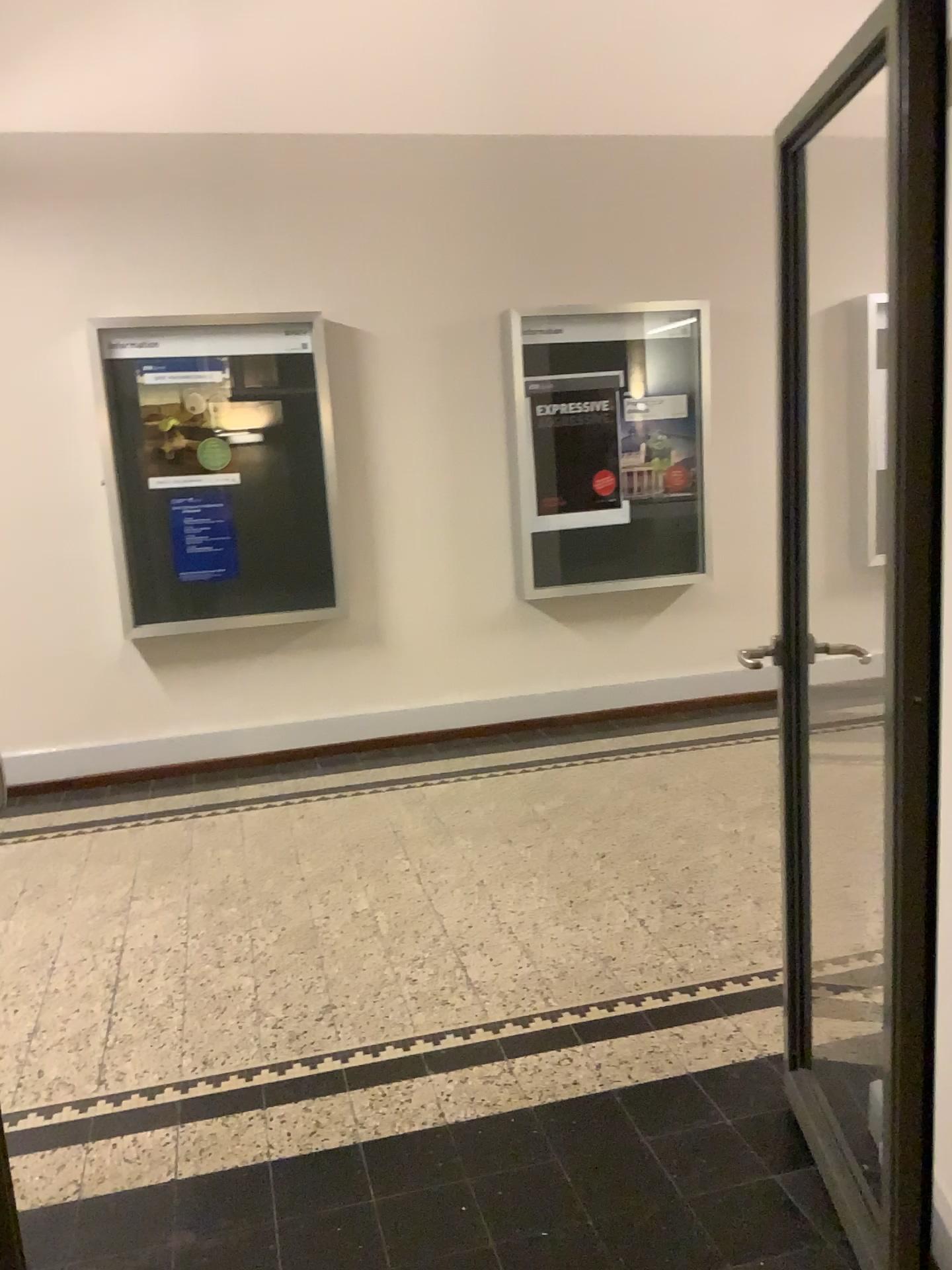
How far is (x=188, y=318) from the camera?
5.0 meters
